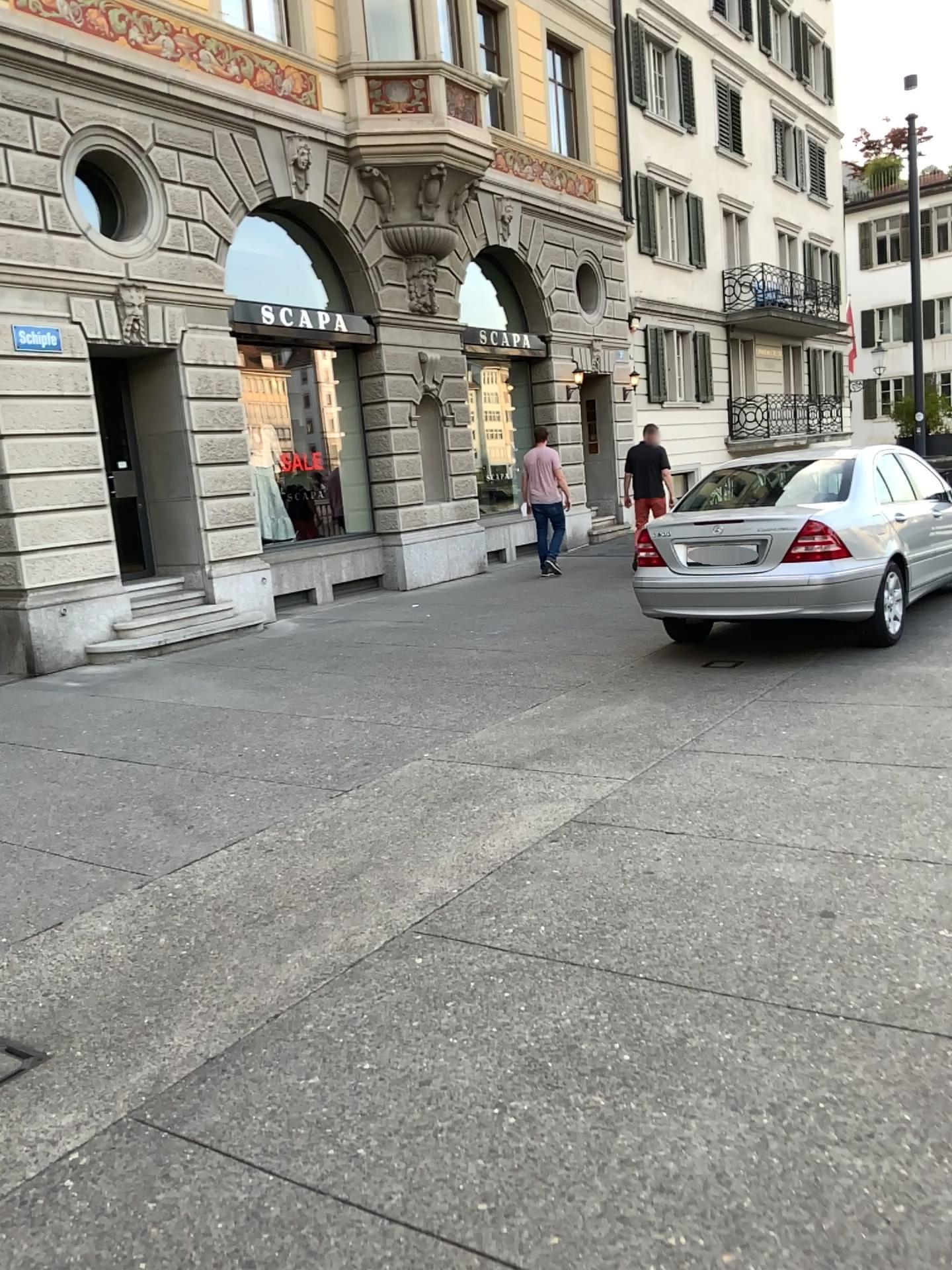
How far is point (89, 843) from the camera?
4.5m
